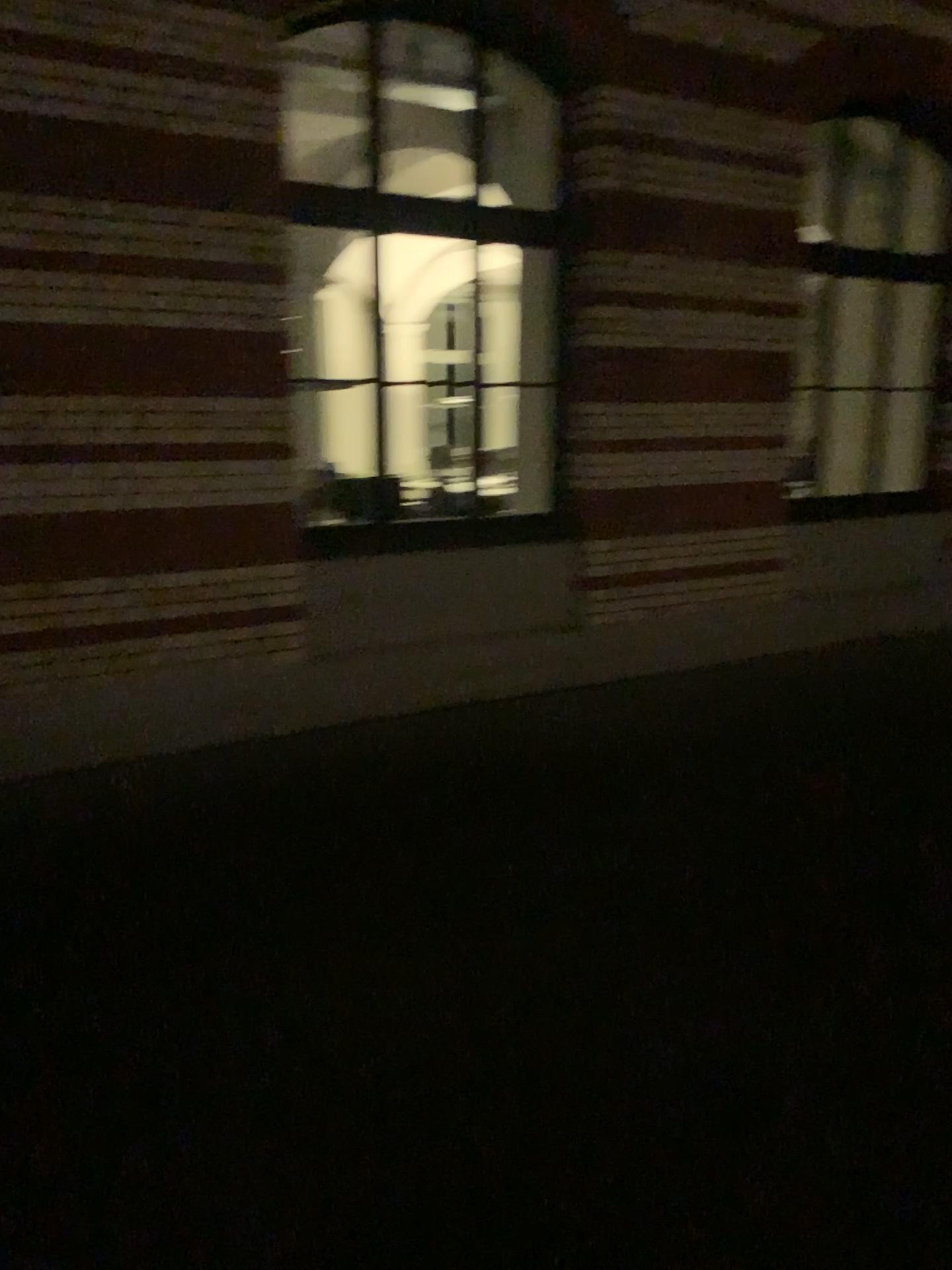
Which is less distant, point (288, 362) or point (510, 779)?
point (510, 779)
